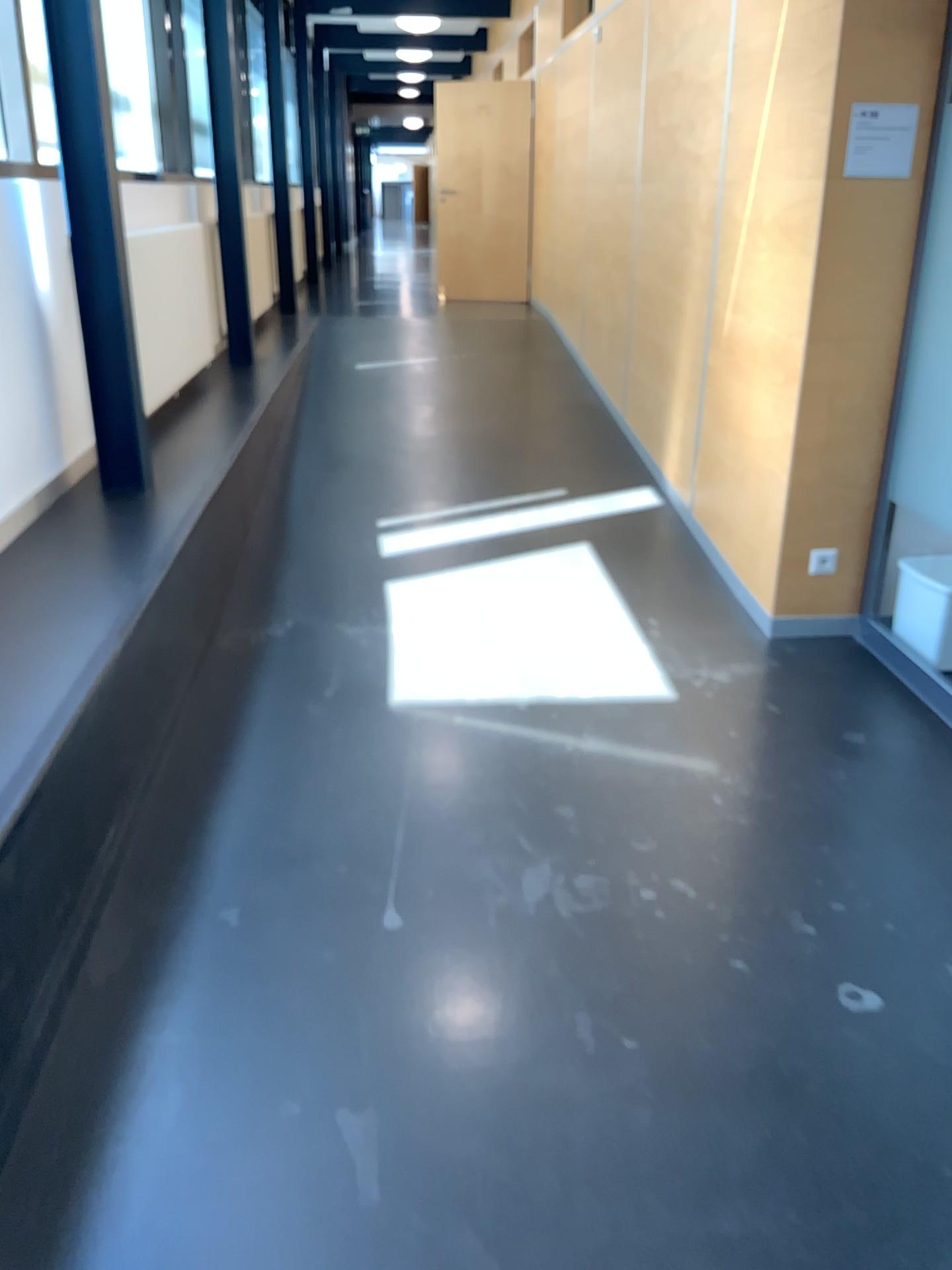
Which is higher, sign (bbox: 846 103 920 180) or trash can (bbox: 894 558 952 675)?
sign (bbox: 846 103 920 180)

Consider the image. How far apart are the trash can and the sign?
1.26m

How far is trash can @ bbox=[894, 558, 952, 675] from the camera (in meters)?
3.41

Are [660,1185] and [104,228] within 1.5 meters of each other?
no

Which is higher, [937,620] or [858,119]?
[858,119]

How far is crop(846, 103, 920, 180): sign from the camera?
3.33m

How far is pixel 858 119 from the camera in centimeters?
333cm

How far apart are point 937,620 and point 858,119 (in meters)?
1.59
